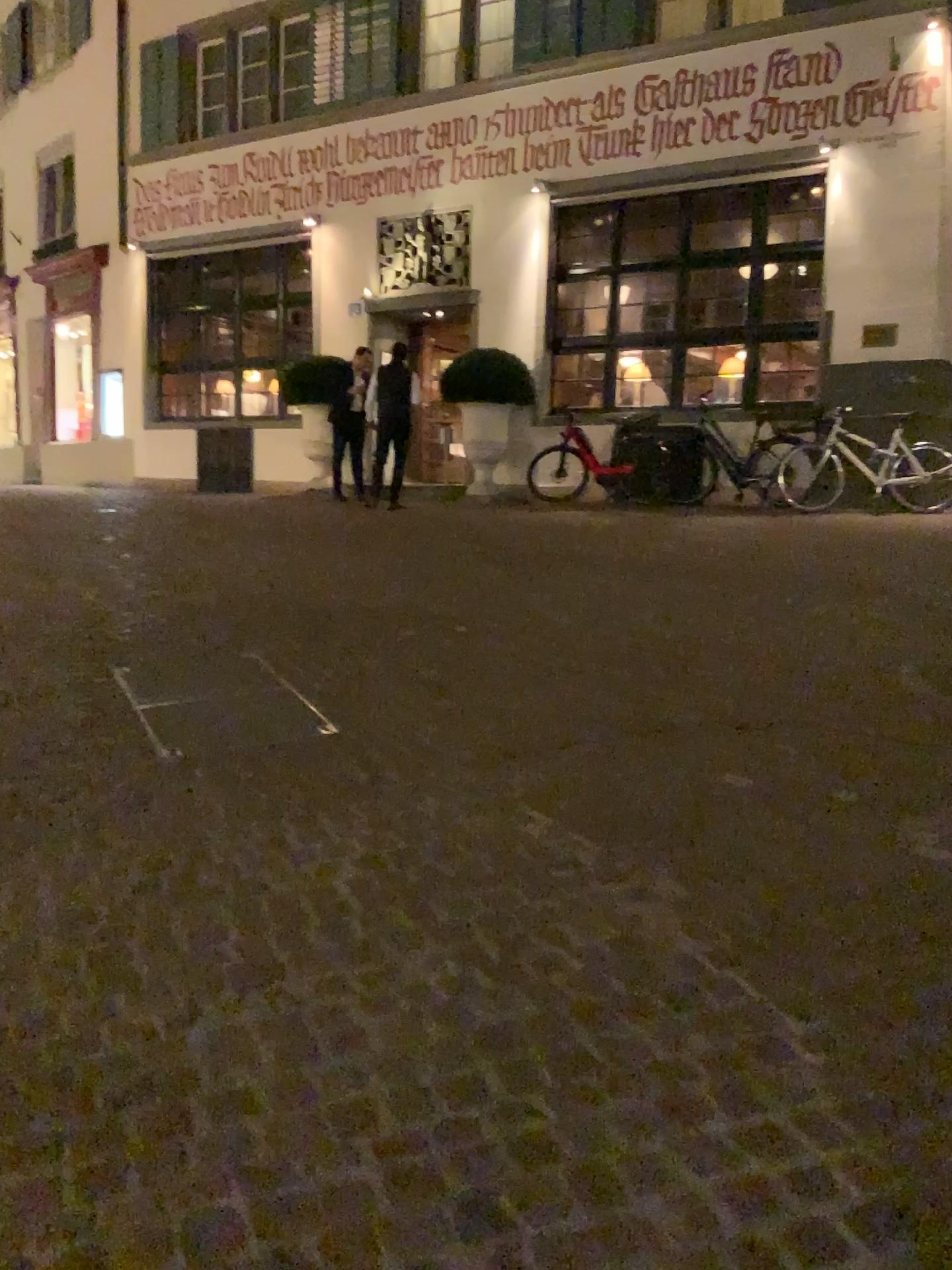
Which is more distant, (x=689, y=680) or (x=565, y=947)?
(x=689, y=680)
